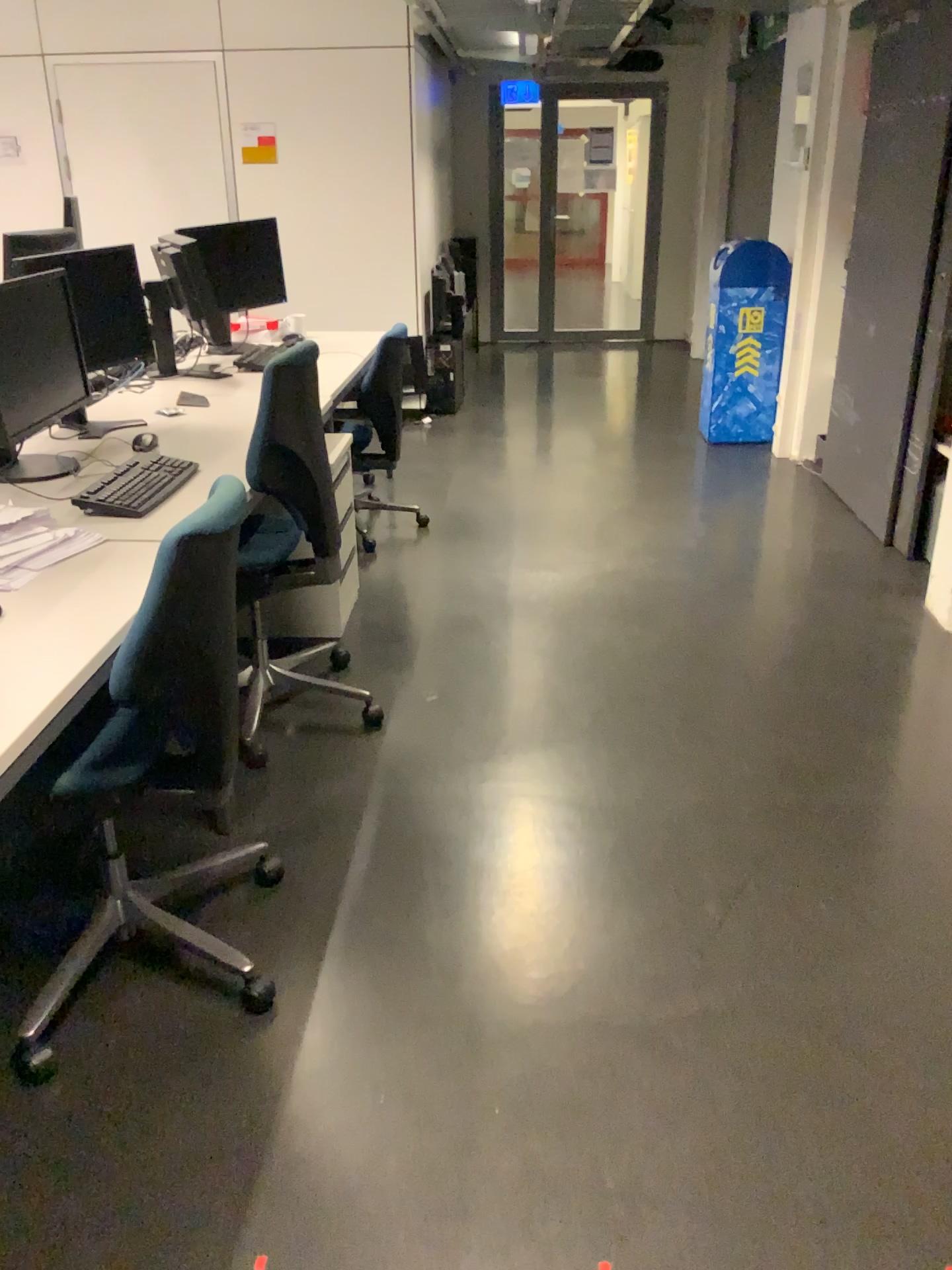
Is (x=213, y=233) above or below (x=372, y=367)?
above

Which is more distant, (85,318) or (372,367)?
(372,367)

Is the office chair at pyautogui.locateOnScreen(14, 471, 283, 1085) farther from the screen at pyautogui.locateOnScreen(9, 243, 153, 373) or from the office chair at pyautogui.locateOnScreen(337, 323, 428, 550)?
the office chair at pyautogui.locateOnScreen(337, 323, 428, 550)

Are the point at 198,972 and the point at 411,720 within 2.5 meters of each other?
yes

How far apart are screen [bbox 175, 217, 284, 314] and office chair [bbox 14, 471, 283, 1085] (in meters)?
2.46

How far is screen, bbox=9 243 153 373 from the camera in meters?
3.1 m

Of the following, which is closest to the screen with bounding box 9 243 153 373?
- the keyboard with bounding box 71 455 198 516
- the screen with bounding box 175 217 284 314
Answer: the keyboard with bounding box 71 455 198 516

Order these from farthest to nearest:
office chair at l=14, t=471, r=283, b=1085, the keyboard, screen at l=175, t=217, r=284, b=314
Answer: screen at l=175, t=217, r=284, b=314 → the keyboard → office chair at l=14, t=471, r=283, b=1085

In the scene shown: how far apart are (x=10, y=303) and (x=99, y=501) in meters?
0.6 m

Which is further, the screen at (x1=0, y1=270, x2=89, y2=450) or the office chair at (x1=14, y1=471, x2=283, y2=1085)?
the screen at (x1=0, y1=270, x2=89, y2=450)
